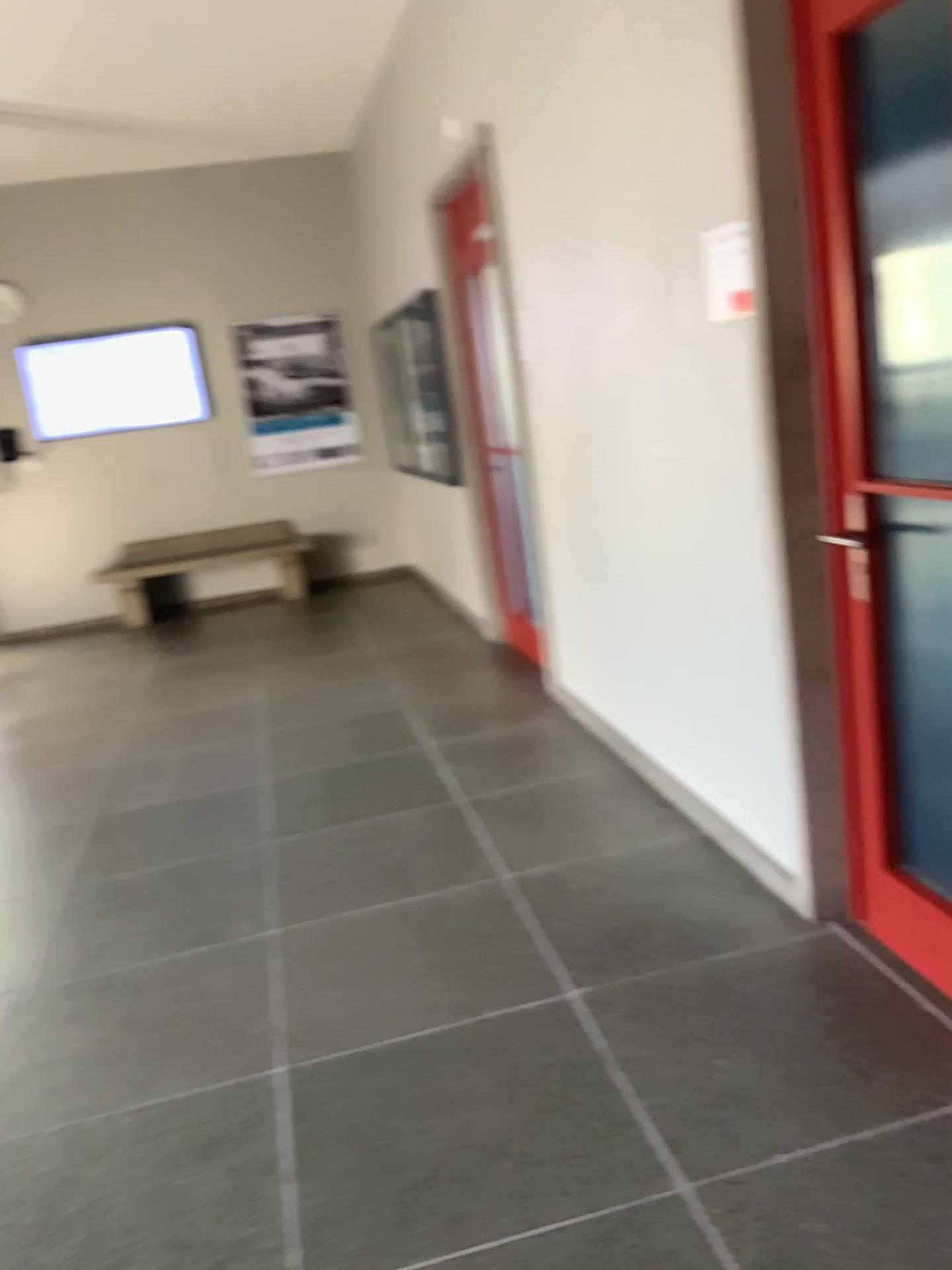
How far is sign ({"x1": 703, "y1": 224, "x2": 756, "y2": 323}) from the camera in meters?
2.4

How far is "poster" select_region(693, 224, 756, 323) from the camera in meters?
2.4

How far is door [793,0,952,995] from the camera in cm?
213

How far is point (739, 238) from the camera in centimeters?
238cm

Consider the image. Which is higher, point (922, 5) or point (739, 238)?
point (922, 5)

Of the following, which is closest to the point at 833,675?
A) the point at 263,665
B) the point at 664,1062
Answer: the point at 664,1062

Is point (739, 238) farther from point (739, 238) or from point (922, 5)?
point (922, 5)
